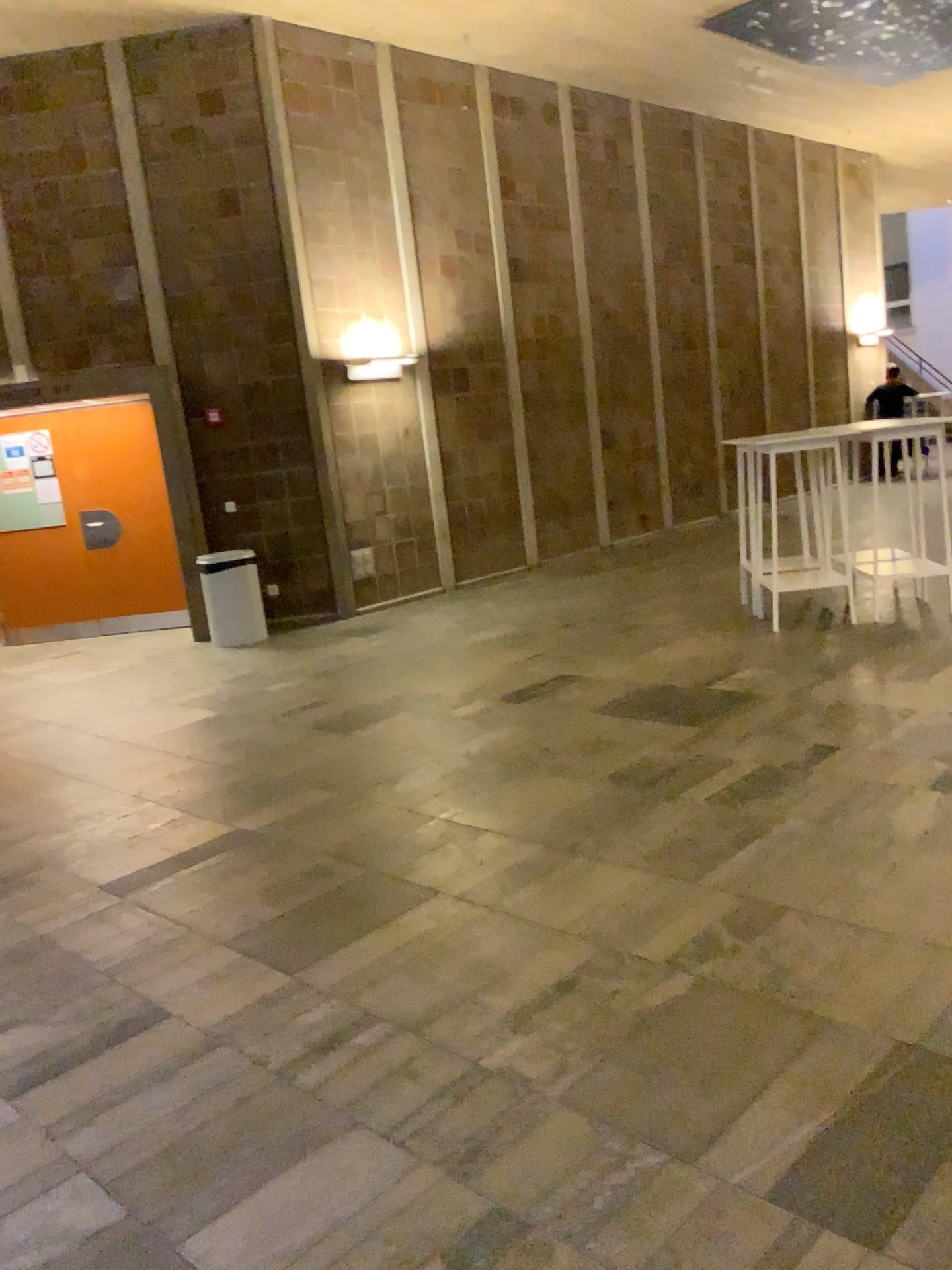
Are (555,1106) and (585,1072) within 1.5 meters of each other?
yes
